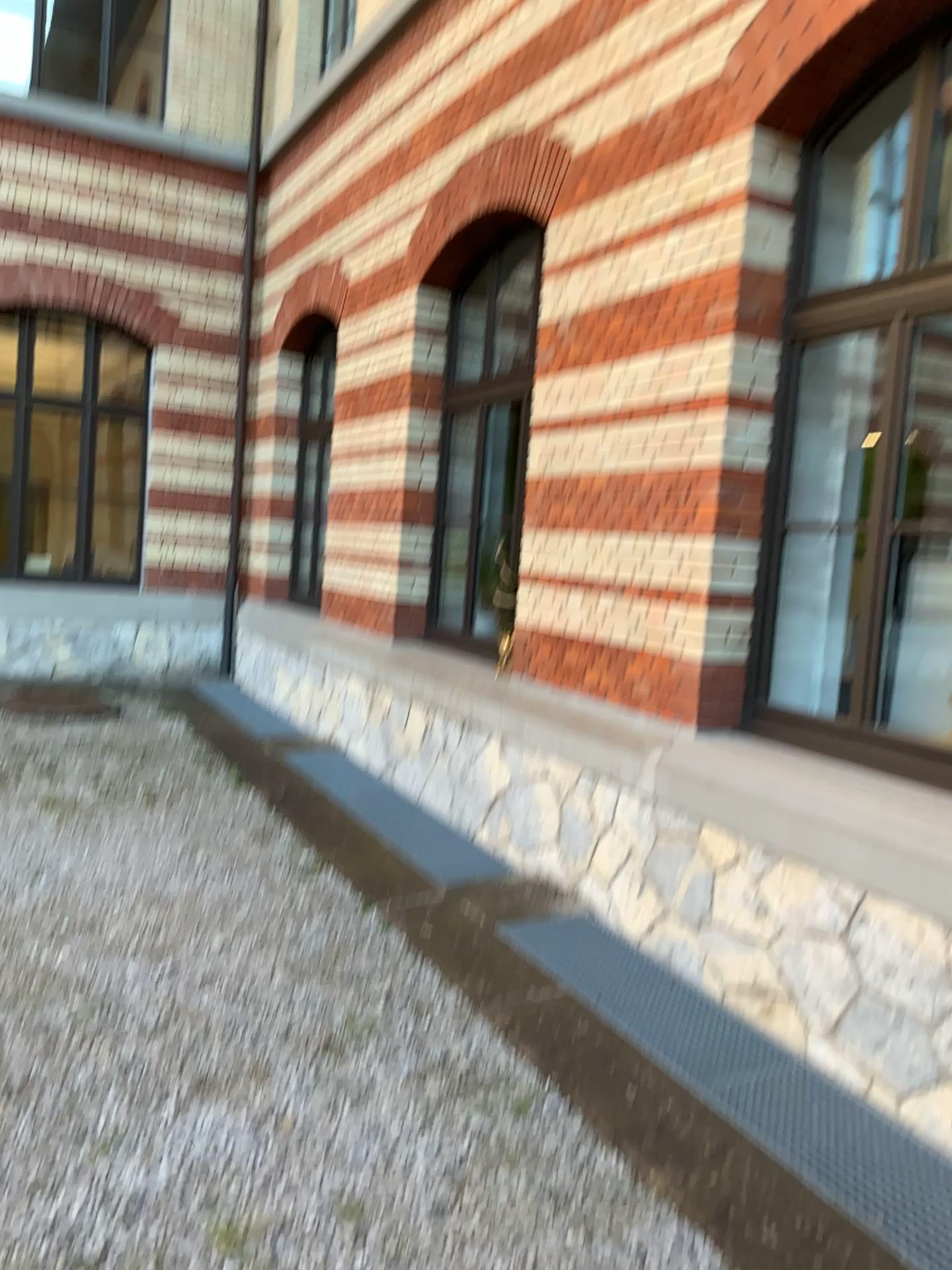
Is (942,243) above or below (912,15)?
below

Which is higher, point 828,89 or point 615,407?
point 828,89
